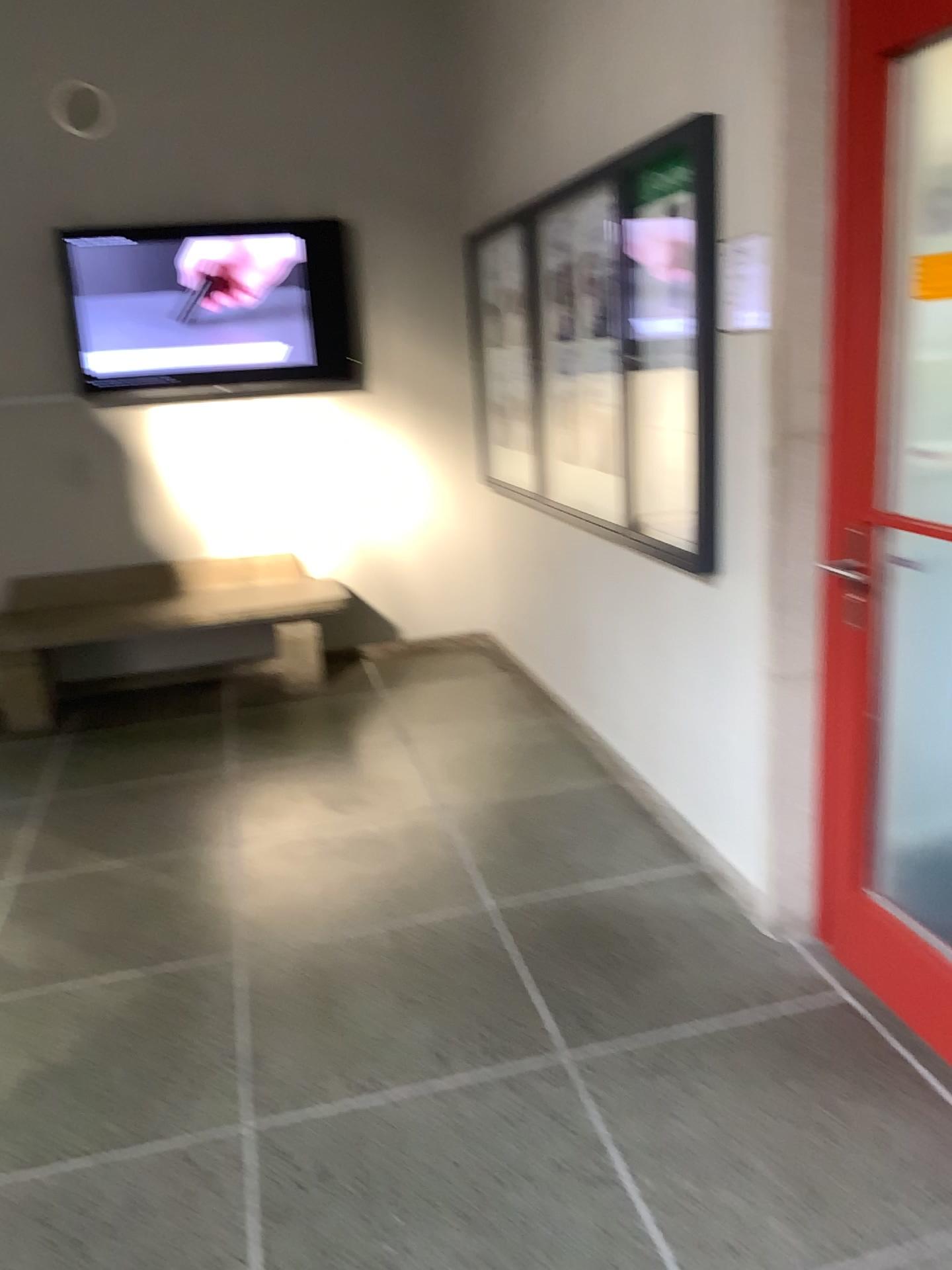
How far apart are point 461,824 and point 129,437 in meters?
2.7 m

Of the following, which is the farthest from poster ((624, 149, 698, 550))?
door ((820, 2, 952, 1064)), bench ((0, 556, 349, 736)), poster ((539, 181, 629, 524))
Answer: bench ((0, 556, 349, 736))

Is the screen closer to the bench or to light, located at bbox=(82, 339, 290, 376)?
light, located at bbox=(82, 339, 290, 376)

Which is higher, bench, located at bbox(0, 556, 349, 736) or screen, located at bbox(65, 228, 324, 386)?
screen, located at bbox(65, 228, 324, 386)

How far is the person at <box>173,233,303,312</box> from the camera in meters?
4.8

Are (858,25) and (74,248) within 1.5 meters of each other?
no

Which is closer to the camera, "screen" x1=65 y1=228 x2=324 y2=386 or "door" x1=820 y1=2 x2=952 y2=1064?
"door" x1=820 y1=2 x2=952 y2=1064

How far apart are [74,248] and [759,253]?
3.5m

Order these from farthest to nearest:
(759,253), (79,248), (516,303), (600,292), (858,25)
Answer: (79,248), (516,303), (600,292), (759,253), (858,25)

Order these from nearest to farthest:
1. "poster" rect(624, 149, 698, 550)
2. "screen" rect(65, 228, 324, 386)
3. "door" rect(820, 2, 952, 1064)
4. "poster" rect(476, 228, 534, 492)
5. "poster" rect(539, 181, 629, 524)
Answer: "door" rect(820, 2, 952, 1064)
"poster" rect(624, 149, 698, 550)
"poster" rect(539, 181, 629, 524)
"poster" rect(476, 228, 534, 492)
"screen" rect(65, 228, 324, 386)
